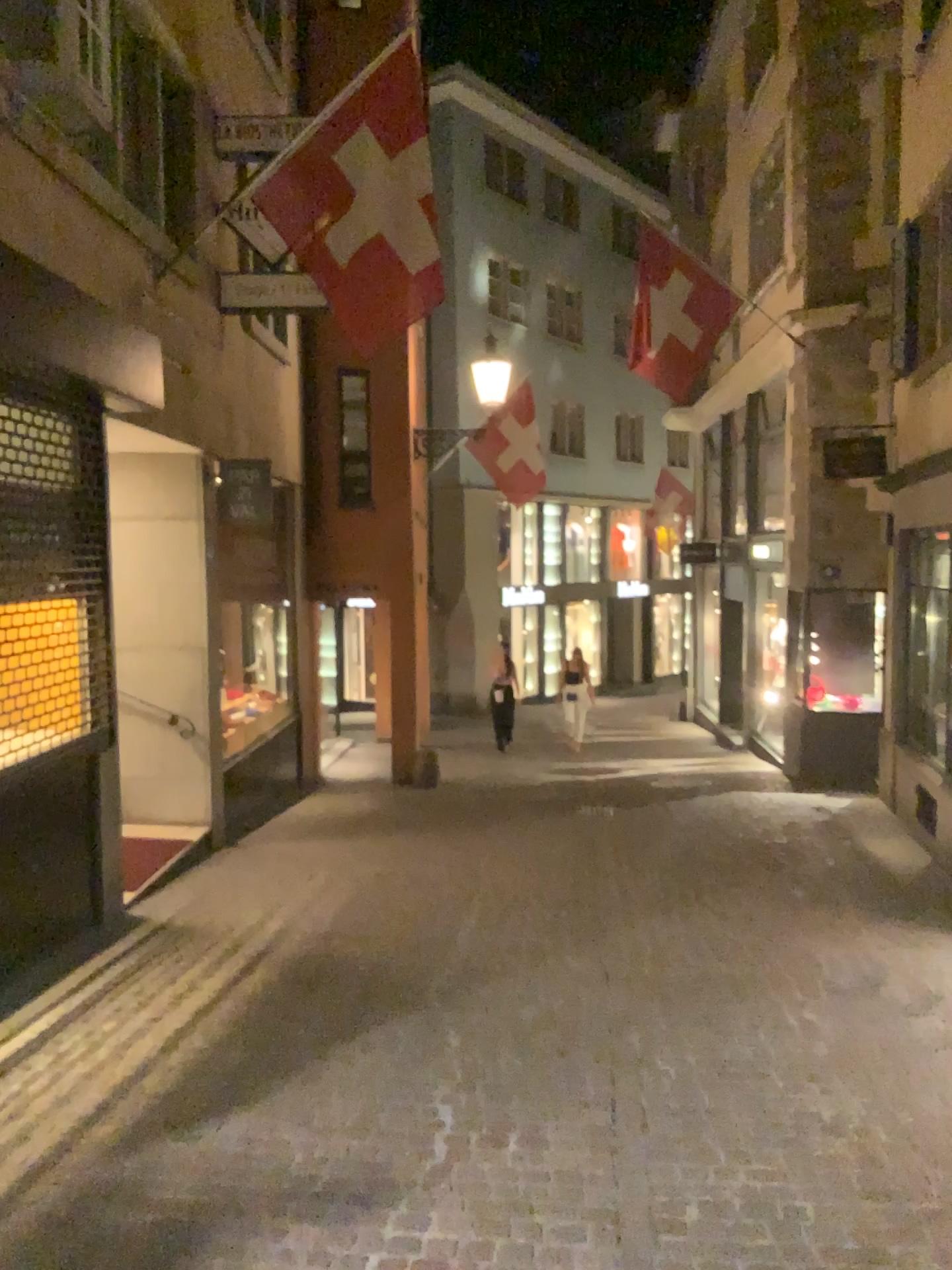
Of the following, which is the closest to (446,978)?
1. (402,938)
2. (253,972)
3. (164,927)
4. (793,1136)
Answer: (402,938)
